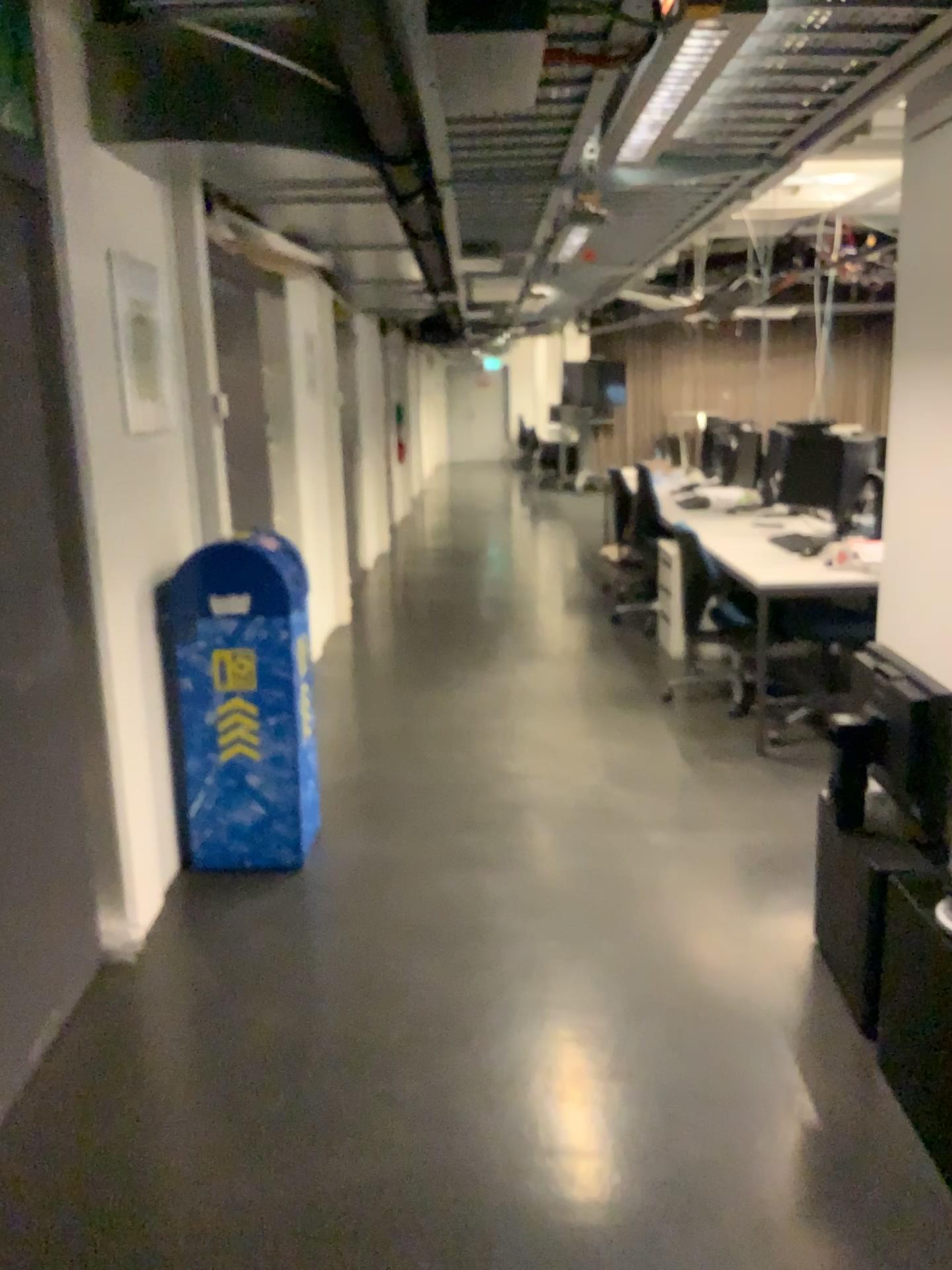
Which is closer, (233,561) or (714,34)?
(714,34)

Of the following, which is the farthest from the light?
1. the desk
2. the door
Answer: the desk

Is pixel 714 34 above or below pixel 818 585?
above

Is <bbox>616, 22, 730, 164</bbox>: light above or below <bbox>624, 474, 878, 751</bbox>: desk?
above

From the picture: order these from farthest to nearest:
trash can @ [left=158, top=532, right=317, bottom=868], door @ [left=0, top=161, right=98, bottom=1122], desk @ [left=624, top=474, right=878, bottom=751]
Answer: desk @ [left=624, top=474, right=878, bottom=751] → trash can @ [left=158, top=532, right=317, bottom=868] → door @ [left=0, top=161, right=98, bottom=1122]

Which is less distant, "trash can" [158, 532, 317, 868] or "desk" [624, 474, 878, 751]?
"trash can" [158, 532, 317, 868]

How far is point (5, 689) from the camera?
2.4 meters

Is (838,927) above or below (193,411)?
below

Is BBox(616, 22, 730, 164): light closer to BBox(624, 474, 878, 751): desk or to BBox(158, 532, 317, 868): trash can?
BBox(158, 532, 317, 868): trash can

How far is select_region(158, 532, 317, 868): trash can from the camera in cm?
333
